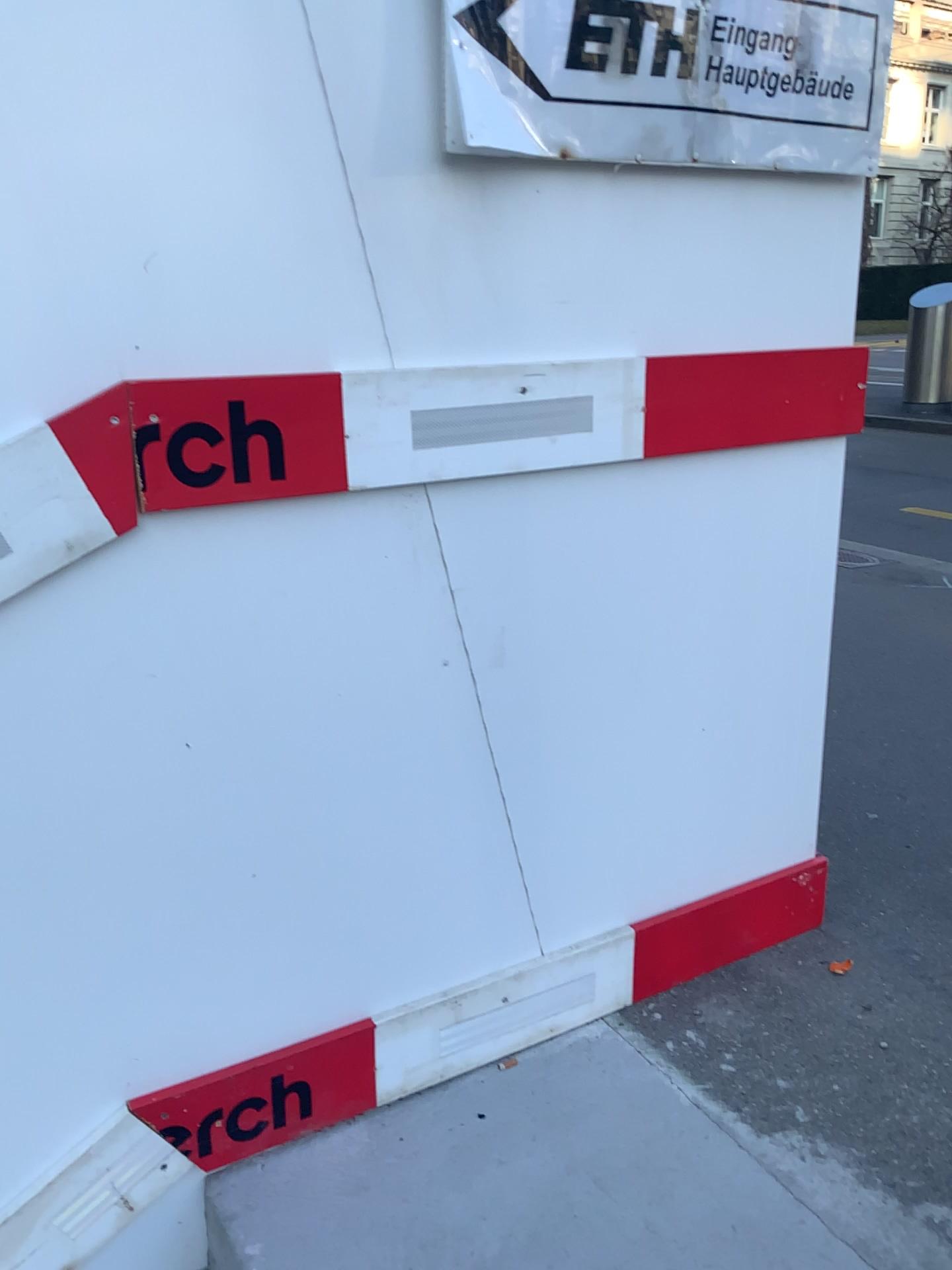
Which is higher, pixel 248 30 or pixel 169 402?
pixel 248 30

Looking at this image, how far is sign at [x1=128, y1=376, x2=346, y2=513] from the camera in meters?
1.2 m

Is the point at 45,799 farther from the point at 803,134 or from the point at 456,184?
the point at 803,134

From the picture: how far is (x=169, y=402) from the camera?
1.2m
